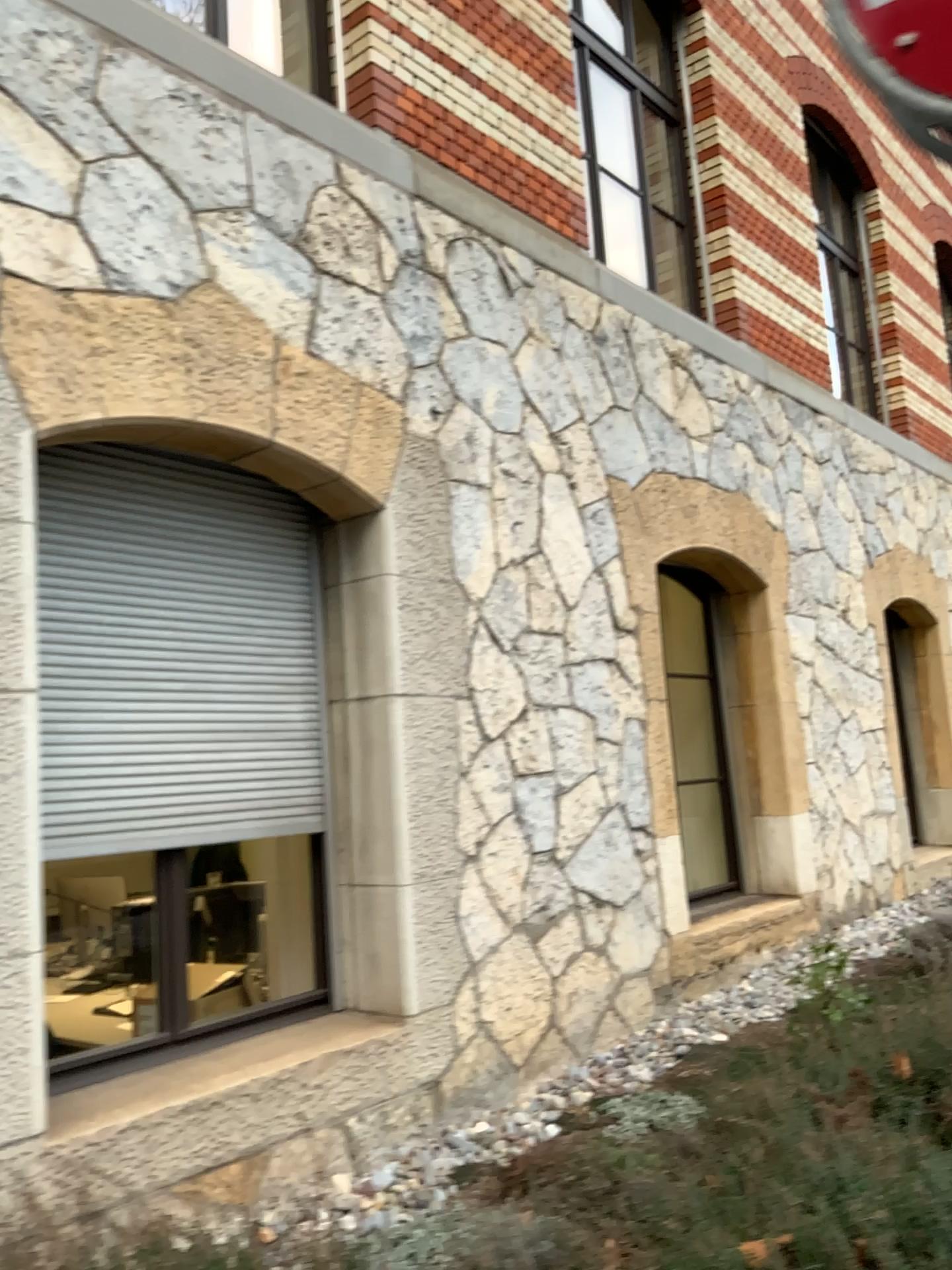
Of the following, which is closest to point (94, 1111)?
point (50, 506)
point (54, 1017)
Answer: point (54, 1017)

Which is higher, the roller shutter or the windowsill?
the roller shutter

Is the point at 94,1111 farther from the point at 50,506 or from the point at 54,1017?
the point at 50,506

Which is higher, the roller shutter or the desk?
the roller shutter

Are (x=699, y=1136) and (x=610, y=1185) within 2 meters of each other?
yes

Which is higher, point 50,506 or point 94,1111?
point 50,506
